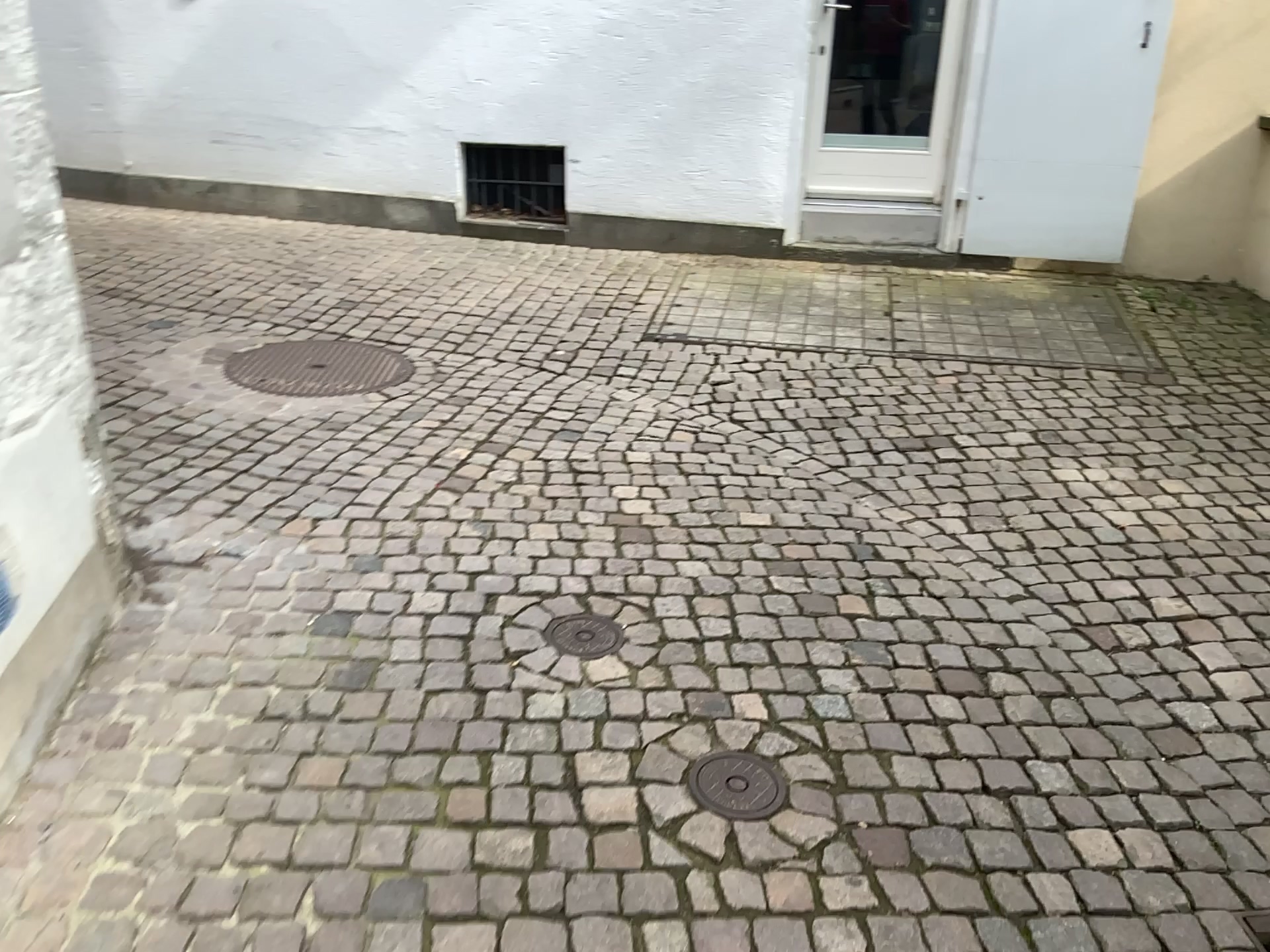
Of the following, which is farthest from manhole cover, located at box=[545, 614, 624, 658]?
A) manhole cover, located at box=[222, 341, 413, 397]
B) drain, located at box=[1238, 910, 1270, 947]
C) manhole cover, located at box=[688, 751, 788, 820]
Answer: manhole cover, located at box=[222, 341, 413, 397]

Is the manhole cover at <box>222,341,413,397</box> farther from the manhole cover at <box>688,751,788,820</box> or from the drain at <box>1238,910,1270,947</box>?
the drain at <box>1238,910,1270,947</box>

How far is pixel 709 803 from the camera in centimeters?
202cm

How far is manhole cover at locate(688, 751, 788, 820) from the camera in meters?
2.0 m

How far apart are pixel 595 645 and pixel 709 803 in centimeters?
58cm

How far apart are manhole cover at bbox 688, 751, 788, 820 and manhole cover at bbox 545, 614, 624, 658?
0.5m

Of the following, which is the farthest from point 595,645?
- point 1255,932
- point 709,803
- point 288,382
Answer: point 288,382

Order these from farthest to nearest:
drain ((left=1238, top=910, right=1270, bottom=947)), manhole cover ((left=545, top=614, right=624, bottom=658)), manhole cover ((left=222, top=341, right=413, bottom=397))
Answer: manhole cover ((left=222, top=341, right=413, bottom=397)) → manhole cover ((left=545, top=614, right=624, bottom=658)) → drain ((left=1238, top=910, right=1270, bottom=947))

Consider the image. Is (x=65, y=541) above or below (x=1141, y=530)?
above

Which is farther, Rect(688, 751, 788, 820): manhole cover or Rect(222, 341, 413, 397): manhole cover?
Rect(222, 341, 413, 397): manhole cover
